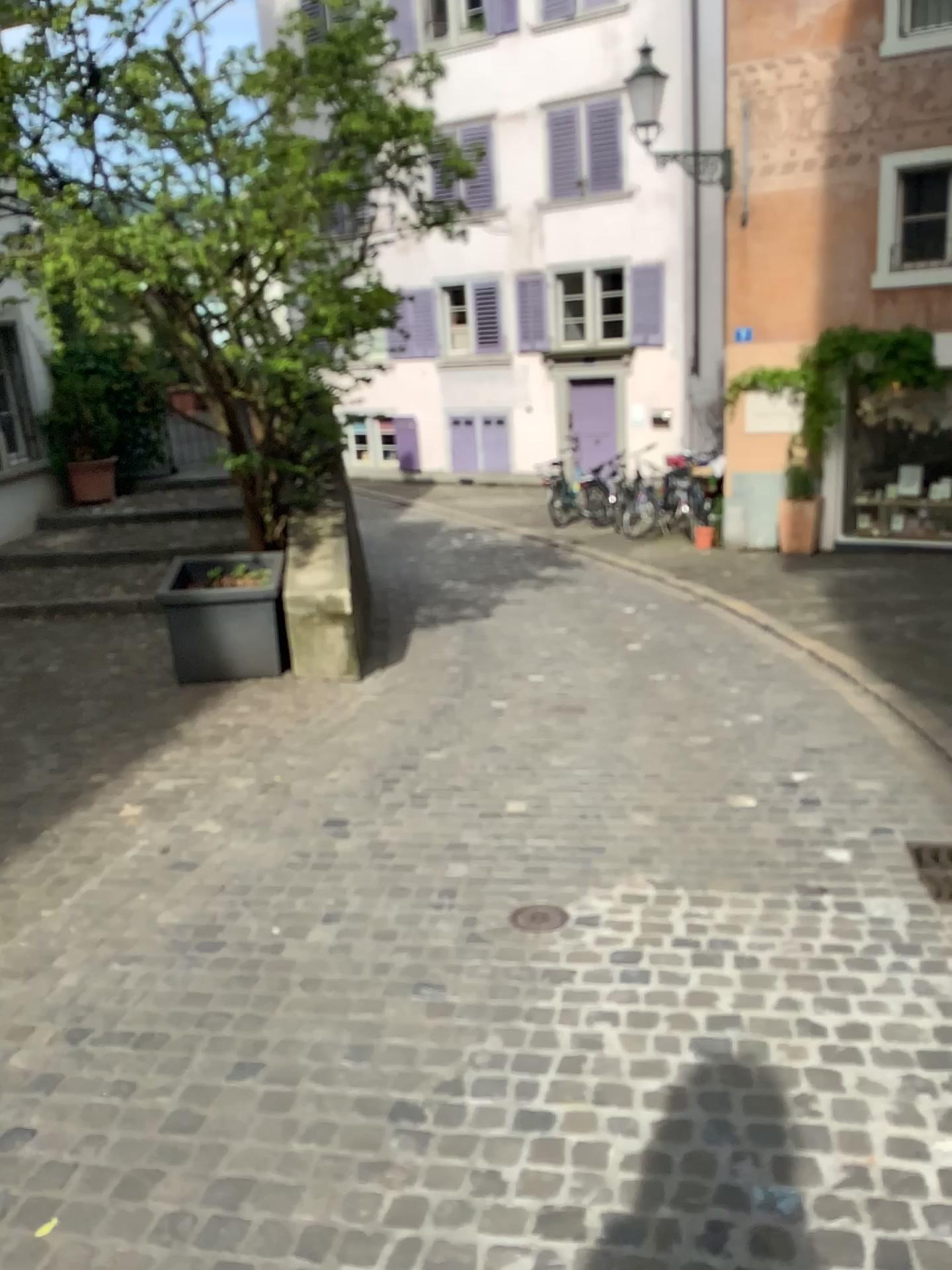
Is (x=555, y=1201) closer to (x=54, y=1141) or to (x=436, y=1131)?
(x=436, y=1131)
